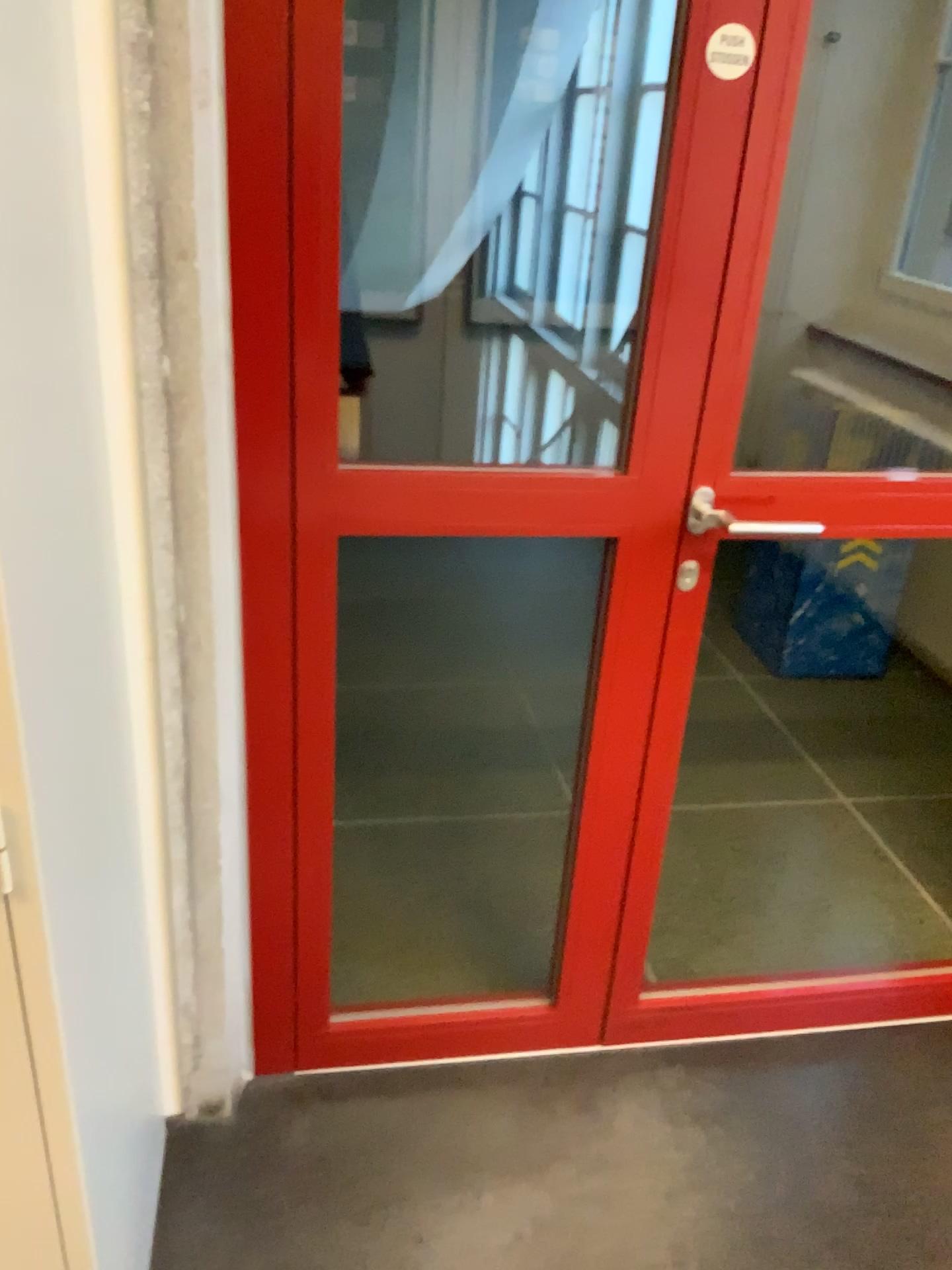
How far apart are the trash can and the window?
1.0 meters

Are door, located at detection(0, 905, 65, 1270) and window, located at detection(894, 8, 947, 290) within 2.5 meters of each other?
no

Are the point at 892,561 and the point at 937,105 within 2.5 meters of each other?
yes

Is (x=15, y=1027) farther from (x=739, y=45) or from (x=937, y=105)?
(x=937, y=105)

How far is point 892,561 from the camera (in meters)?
3.29

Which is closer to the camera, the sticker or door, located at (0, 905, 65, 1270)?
door, located at (0, 905, 65, 1270)

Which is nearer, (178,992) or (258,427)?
(258,427)

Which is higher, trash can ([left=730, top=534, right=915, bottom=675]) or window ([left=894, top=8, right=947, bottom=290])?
window ([left=894, top=8, right=947, bottom=290])

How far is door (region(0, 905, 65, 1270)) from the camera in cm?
100

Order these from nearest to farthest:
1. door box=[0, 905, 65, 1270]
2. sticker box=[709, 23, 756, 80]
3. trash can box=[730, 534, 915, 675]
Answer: door box=[0, 905, 65, 1270]
sticker box=[709, 23, 756, 80]
trash can box=[730, 534, 915, 675]
